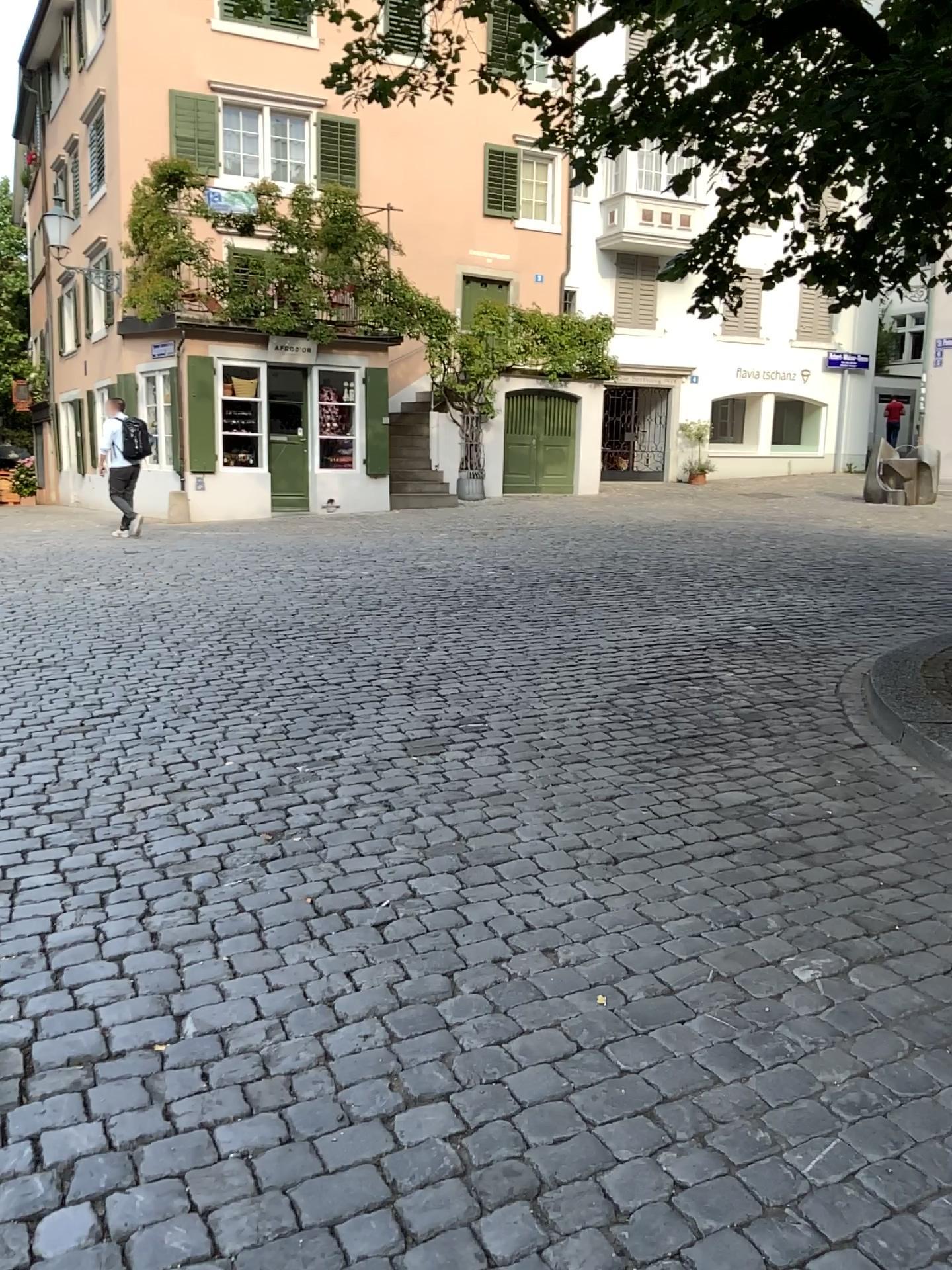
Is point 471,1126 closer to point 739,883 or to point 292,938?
point 292,938
